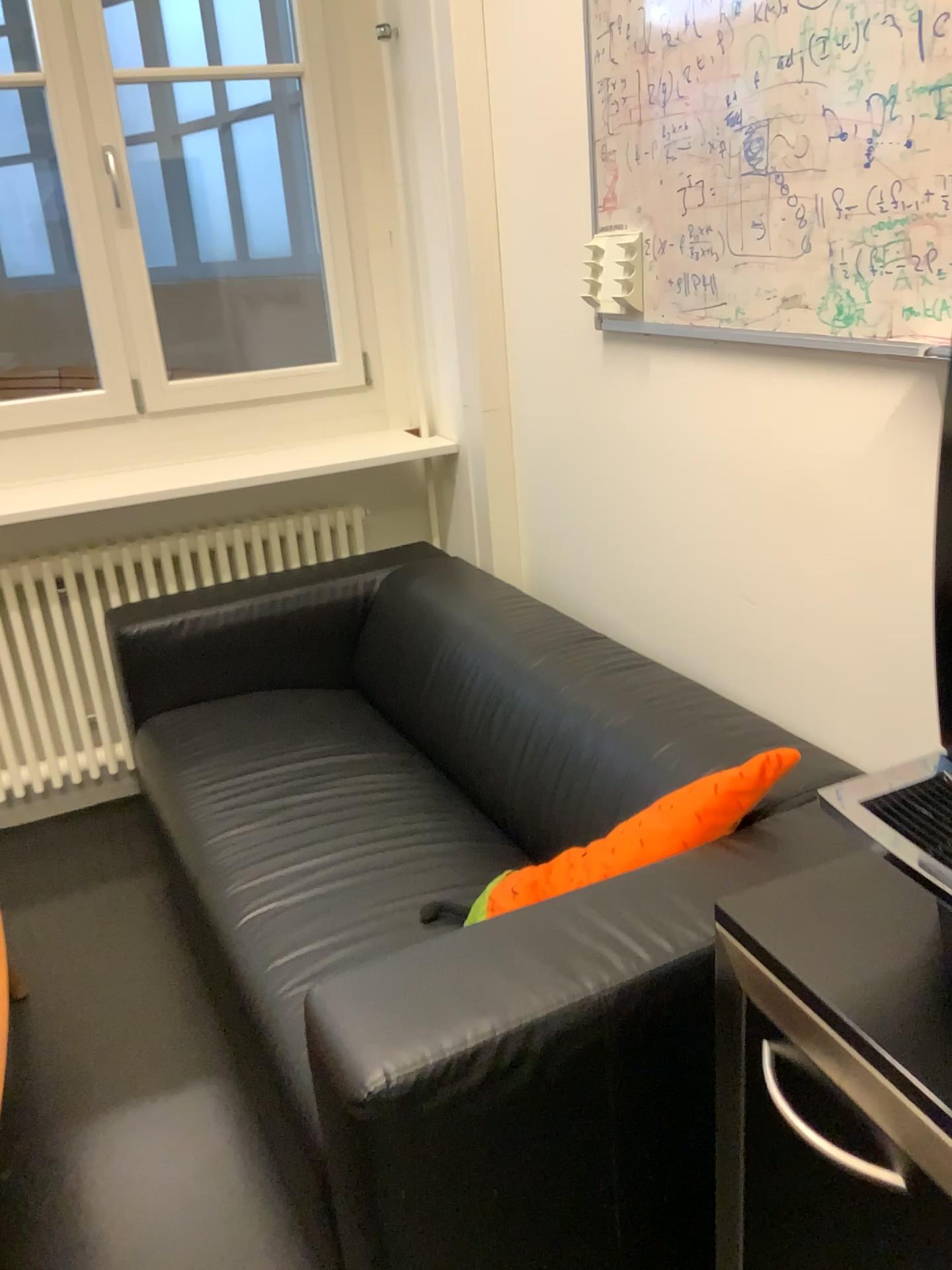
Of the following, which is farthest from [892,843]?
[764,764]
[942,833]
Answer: [764,764]

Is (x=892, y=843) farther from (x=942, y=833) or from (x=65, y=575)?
(x=65, y=575)

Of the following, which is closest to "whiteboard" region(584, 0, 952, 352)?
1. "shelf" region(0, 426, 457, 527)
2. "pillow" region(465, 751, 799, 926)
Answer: "pillow" region(465, 751, 799, 926)

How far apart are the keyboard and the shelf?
2.2m

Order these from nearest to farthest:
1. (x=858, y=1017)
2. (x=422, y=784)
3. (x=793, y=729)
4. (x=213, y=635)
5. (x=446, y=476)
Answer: (x=858, y=1017) → (x=793, y=729) → (x=422, y=784) → (x=213, y=635) → (x=446, y=476)

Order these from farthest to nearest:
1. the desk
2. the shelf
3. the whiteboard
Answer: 1. the shelf
2. the whiteboard
3. the desk

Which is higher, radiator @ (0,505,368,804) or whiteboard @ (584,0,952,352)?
whiteboard @ (584,0,952,352)

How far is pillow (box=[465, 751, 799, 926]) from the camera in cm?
140

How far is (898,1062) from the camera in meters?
0.7 m

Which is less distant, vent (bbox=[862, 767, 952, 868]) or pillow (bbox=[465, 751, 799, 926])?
vent (bbox=[862, 767, 952, 868])
